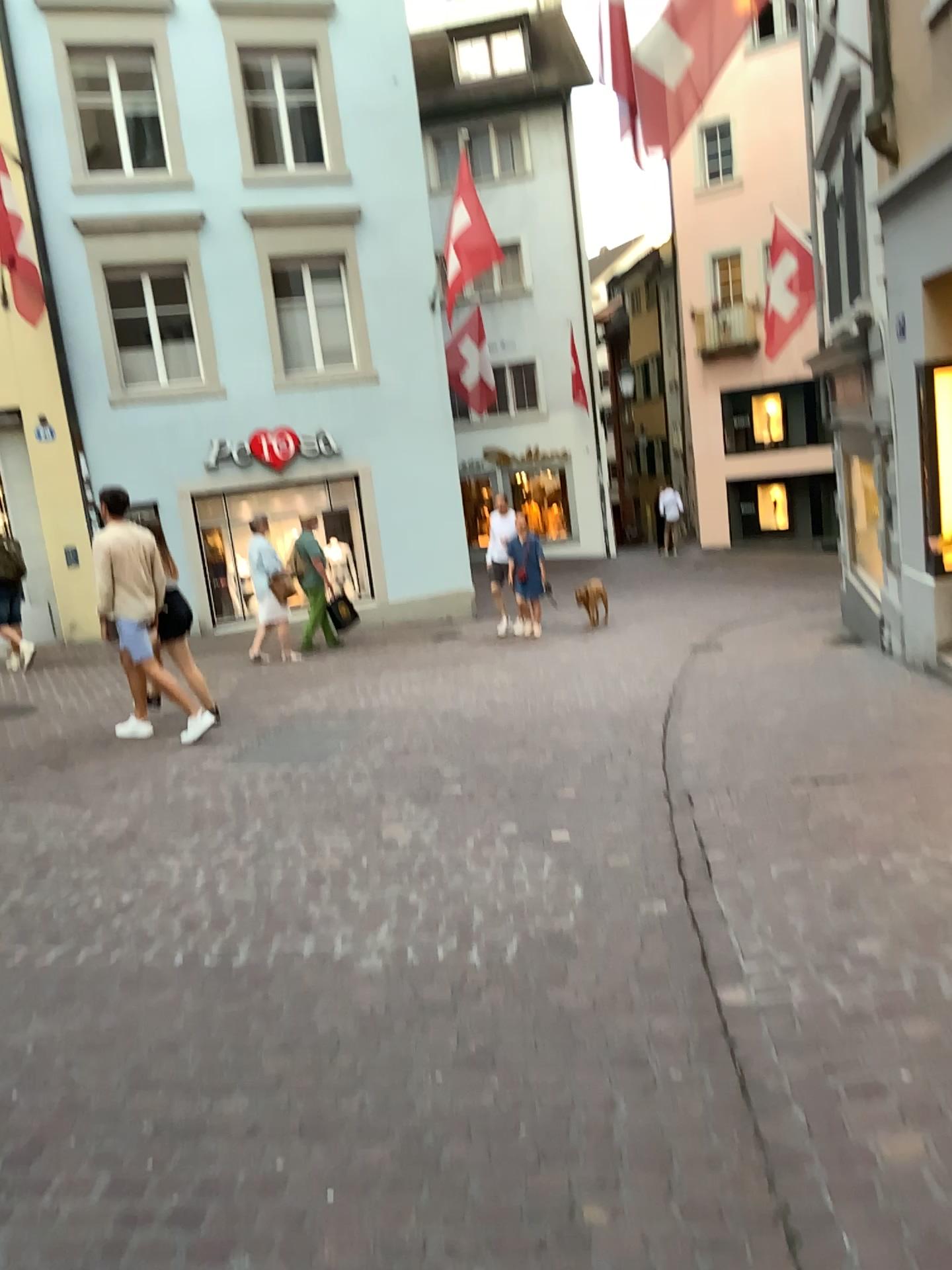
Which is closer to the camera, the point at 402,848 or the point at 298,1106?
the point at 298,1106
